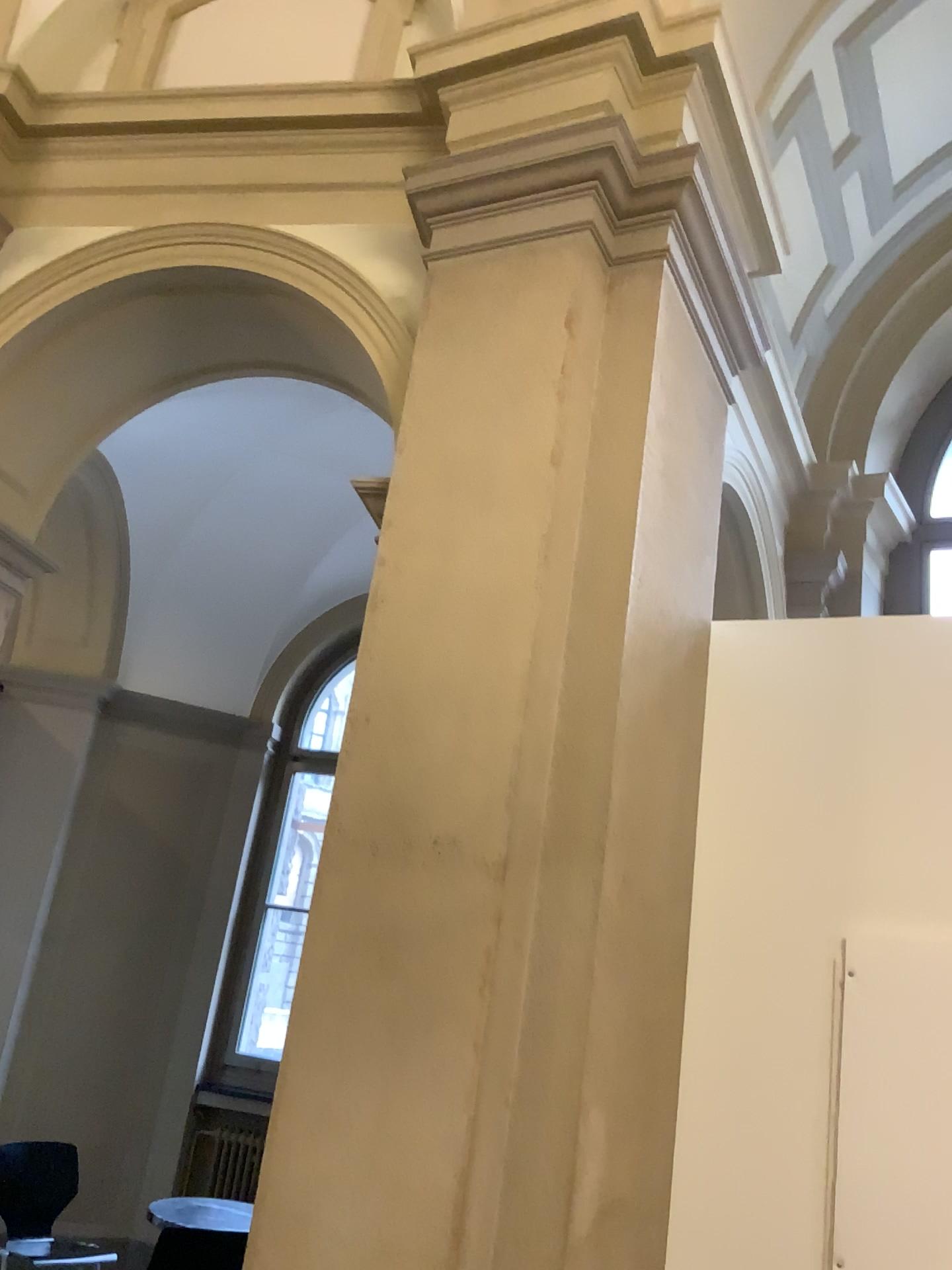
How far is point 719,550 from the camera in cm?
373

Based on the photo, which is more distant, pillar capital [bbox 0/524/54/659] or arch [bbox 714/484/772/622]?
pillar capital [bbox 0/524/54/659]

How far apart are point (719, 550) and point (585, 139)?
1.4 meters

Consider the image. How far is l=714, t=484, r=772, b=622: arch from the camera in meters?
3.7

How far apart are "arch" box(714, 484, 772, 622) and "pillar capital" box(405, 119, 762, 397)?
0.59m

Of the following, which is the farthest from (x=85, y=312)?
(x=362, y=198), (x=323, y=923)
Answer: (x=323, y=923)

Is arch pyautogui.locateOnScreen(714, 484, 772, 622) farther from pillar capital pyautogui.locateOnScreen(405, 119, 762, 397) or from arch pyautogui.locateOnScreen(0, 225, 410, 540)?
arch pyautogui.locateOnScreen(0, 225, 410, 540)

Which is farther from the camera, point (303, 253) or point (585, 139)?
point (303, 253)

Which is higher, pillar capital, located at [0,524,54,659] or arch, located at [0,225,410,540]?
arch, located at [0,225,410,540]

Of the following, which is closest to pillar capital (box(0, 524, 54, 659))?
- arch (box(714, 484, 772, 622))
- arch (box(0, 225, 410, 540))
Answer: arch (box(0, 225, 410, 540))
